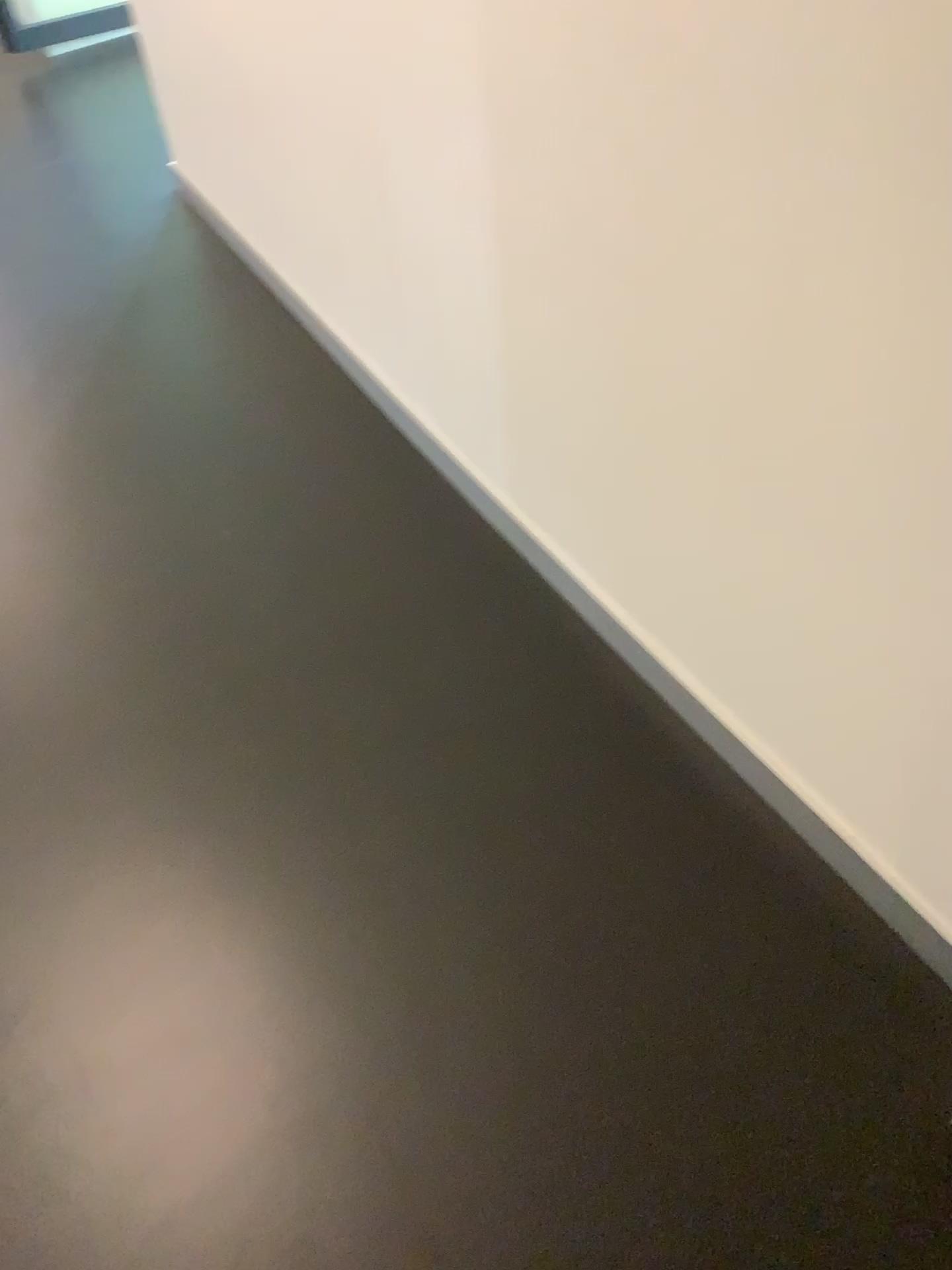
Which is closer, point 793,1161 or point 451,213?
point 793,1161
